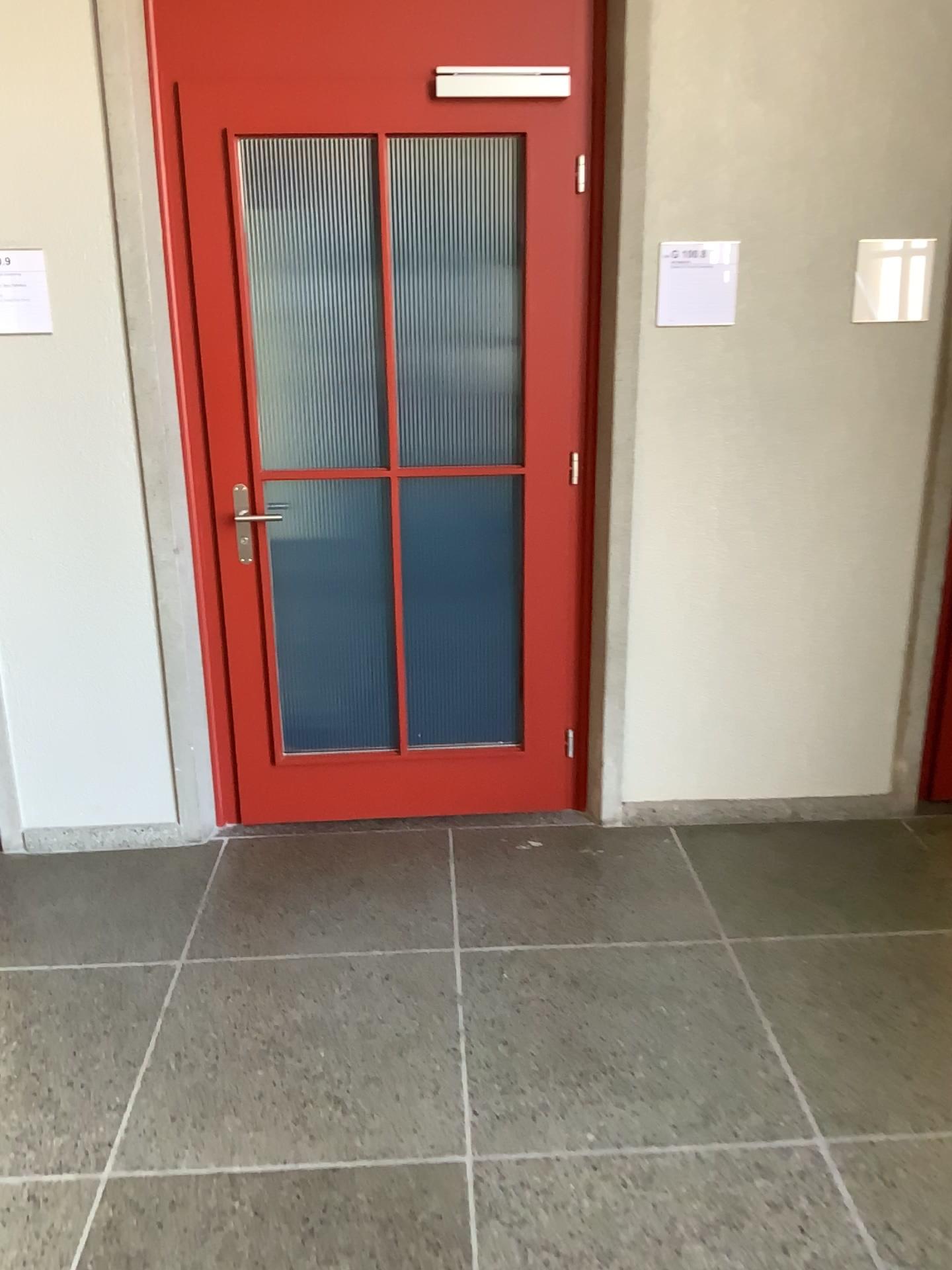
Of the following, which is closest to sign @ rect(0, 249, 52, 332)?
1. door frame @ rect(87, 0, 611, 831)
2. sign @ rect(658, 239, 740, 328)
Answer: door frame @ rect(87, 0, 611, 831)

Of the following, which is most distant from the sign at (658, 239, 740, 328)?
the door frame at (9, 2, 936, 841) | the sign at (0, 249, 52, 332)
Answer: the sign at (0, 249, 52, 332)

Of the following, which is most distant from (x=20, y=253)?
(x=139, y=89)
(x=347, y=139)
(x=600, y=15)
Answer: (x=600, y=15)

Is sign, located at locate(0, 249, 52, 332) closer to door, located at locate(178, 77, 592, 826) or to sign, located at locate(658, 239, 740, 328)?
door, located at locate(178, 77, 592, 826)

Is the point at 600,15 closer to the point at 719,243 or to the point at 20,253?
the point at 719,243

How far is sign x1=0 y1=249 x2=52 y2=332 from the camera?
2.7 meters

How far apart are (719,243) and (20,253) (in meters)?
1.84

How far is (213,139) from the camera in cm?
276

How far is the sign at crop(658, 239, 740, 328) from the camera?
2.8 meters

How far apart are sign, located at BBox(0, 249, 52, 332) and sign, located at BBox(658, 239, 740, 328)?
1.6 meters
